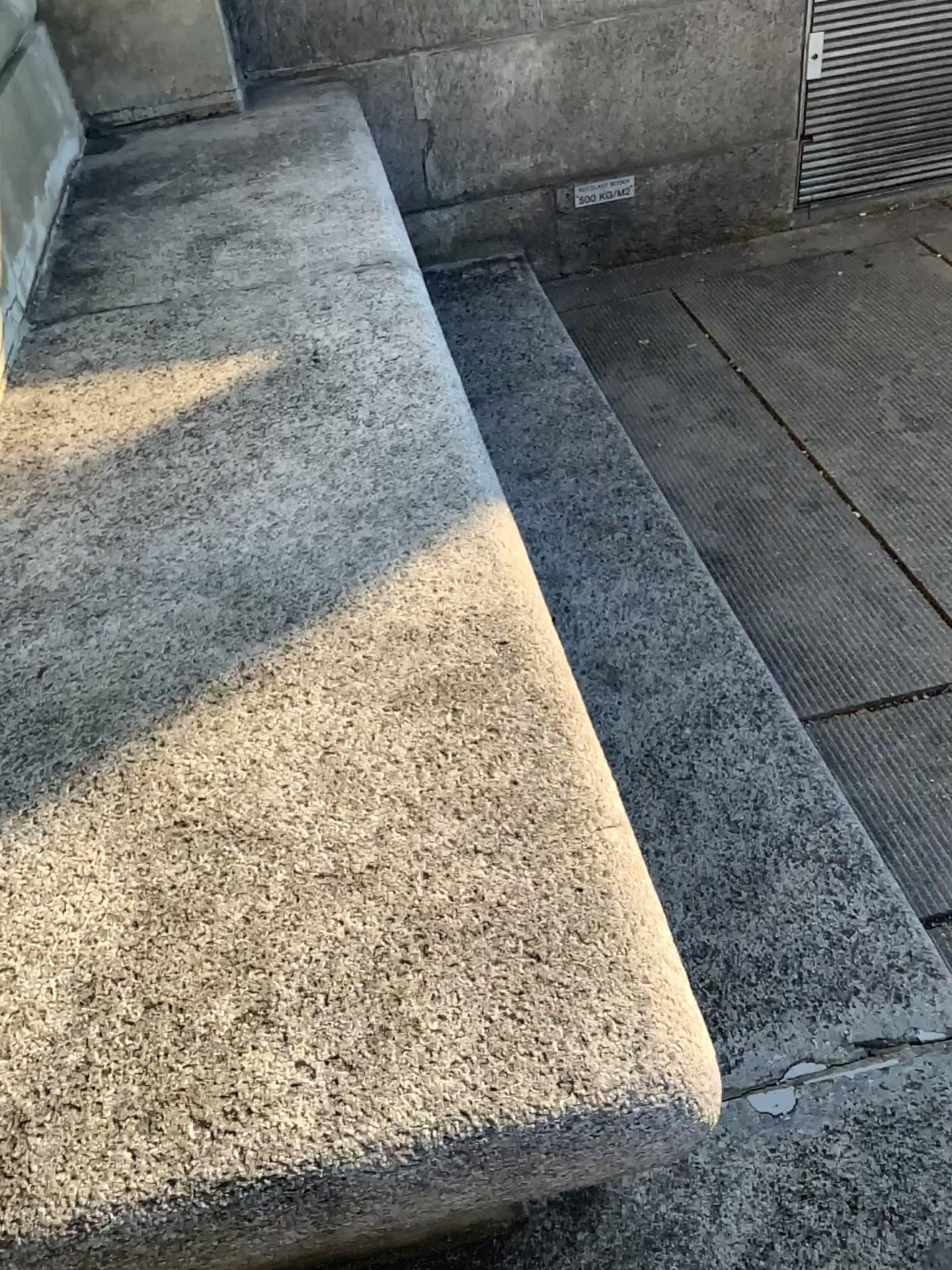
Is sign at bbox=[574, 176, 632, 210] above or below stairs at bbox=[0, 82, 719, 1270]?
below

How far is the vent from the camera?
3.1m

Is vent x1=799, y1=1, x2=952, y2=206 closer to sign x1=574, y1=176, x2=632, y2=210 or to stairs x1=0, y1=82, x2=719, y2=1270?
sign x1=574, y1=176, x2=632, y2=210

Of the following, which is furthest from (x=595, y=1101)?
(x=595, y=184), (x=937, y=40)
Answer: (x=937, y=40)

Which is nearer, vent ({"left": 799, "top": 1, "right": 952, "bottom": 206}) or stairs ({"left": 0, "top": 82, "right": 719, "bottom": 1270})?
stairs ({"left": 0, "top": 82, "right": 719, "bottom": 1270})

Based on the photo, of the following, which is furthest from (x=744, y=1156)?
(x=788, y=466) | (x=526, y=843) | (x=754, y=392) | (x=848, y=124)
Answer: (x=848, y=124)

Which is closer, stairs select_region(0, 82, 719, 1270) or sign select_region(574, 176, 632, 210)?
stairs select_region(0, 82, 719, 1270)

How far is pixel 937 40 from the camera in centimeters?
306cm

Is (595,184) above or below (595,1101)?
below

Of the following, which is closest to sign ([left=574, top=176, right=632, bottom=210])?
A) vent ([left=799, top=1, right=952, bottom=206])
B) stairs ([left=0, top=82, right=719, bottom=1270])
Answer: vent ([left=799, top=1, right=952, bottom=206])
